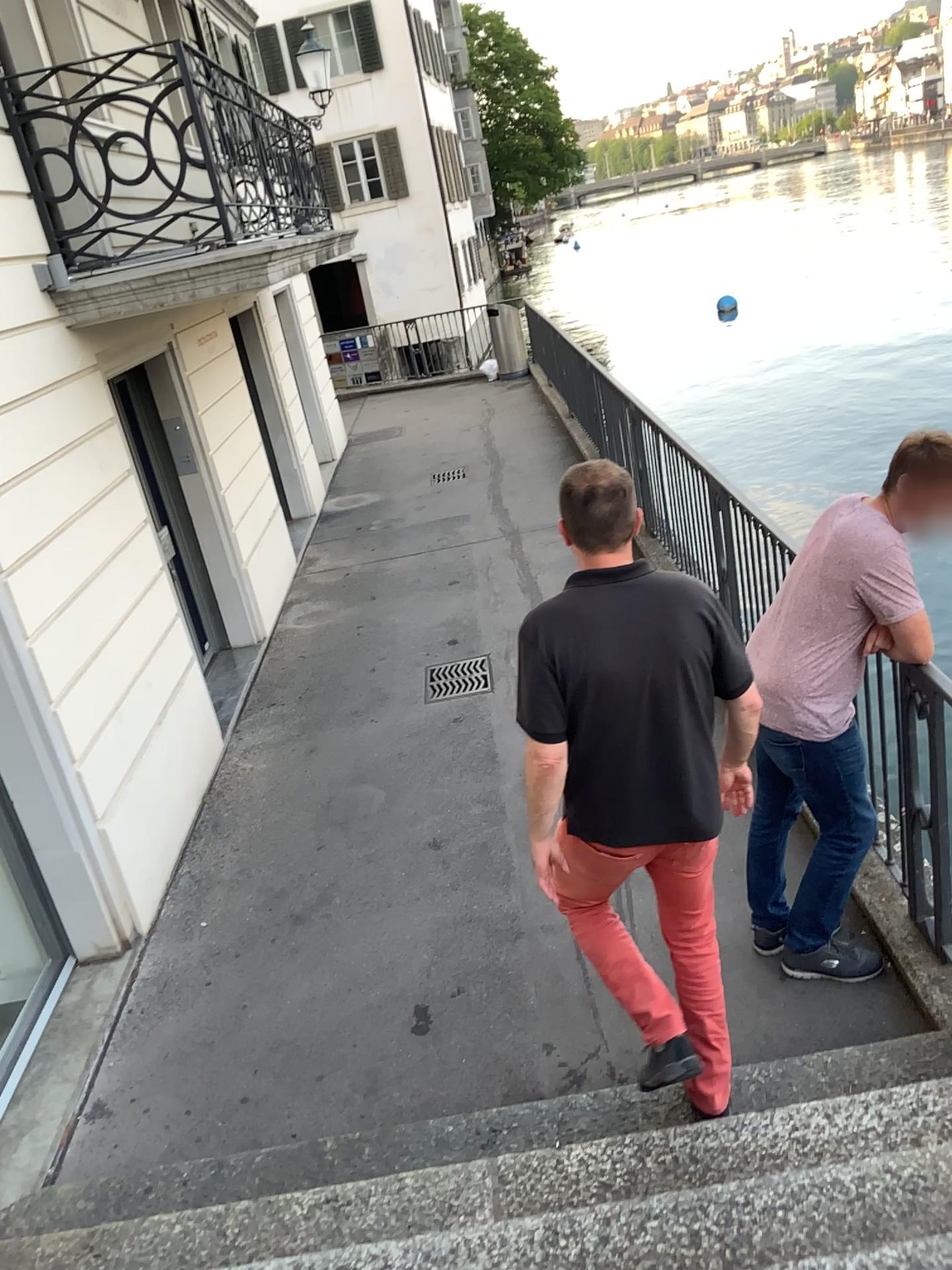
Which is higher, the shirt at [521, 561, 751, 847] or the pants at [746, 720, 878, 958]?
the shirt at [521, 561, 751, 847]

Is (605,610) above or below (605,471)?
below

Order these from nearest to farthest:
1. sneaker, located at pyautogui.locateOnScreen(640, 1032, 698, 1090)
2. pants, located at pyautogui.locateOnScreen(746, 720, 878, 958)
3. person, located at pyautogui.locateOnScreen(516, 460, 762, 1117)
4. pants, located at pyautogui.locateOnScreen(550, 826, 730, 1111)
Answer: person, located at pyautogui.locateOnScreen(516, 460, 762, 1117), pants, located at pyautogui.locateOnScreen(550, 826, 730, 1111), sneaker, located at pyautogui.locateOnScreen(640, 1032, 698, 1090), pants, located at pyautogui.locateOnScreen(746, 720, 878, 958)

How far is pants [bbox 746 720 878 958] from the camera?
3.4 meters

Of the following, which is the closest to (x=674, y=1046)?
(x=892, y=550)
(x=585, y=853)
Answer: (x=585, y=853)

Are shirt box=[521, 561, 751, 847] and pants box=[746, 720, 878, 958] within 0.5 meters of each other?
no

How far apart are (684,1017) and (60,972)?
2.77m

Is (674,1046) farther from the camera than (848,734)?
No

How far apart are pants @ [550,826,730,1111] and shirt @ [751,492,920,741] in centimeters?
73cm

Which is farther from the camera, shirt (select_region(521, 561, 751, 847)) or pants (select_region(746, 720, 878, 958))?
pants (select_region(746, 720, 878, 958))
